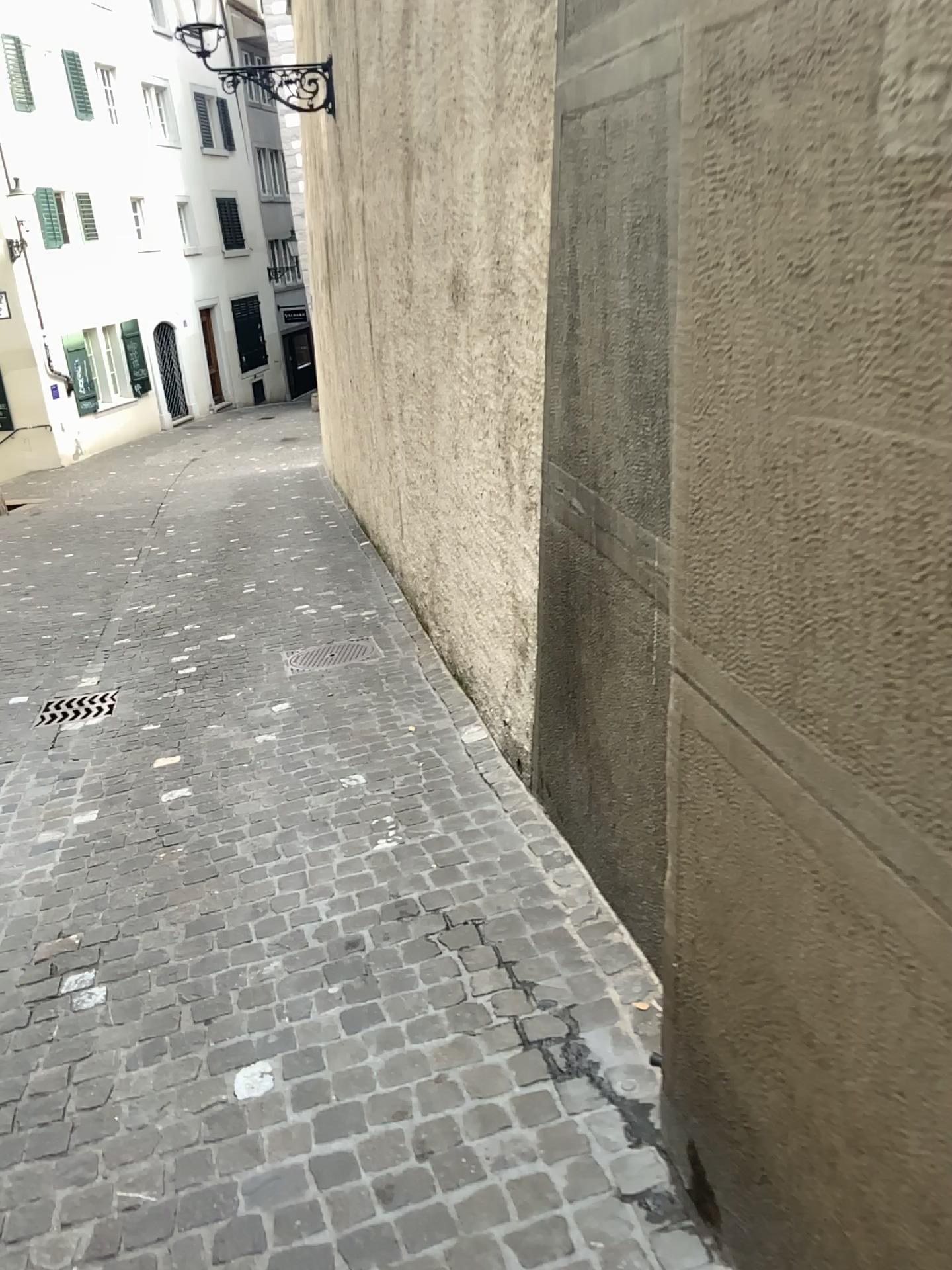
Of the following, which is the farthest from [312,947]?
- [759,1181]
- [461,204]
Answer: [461,204]
